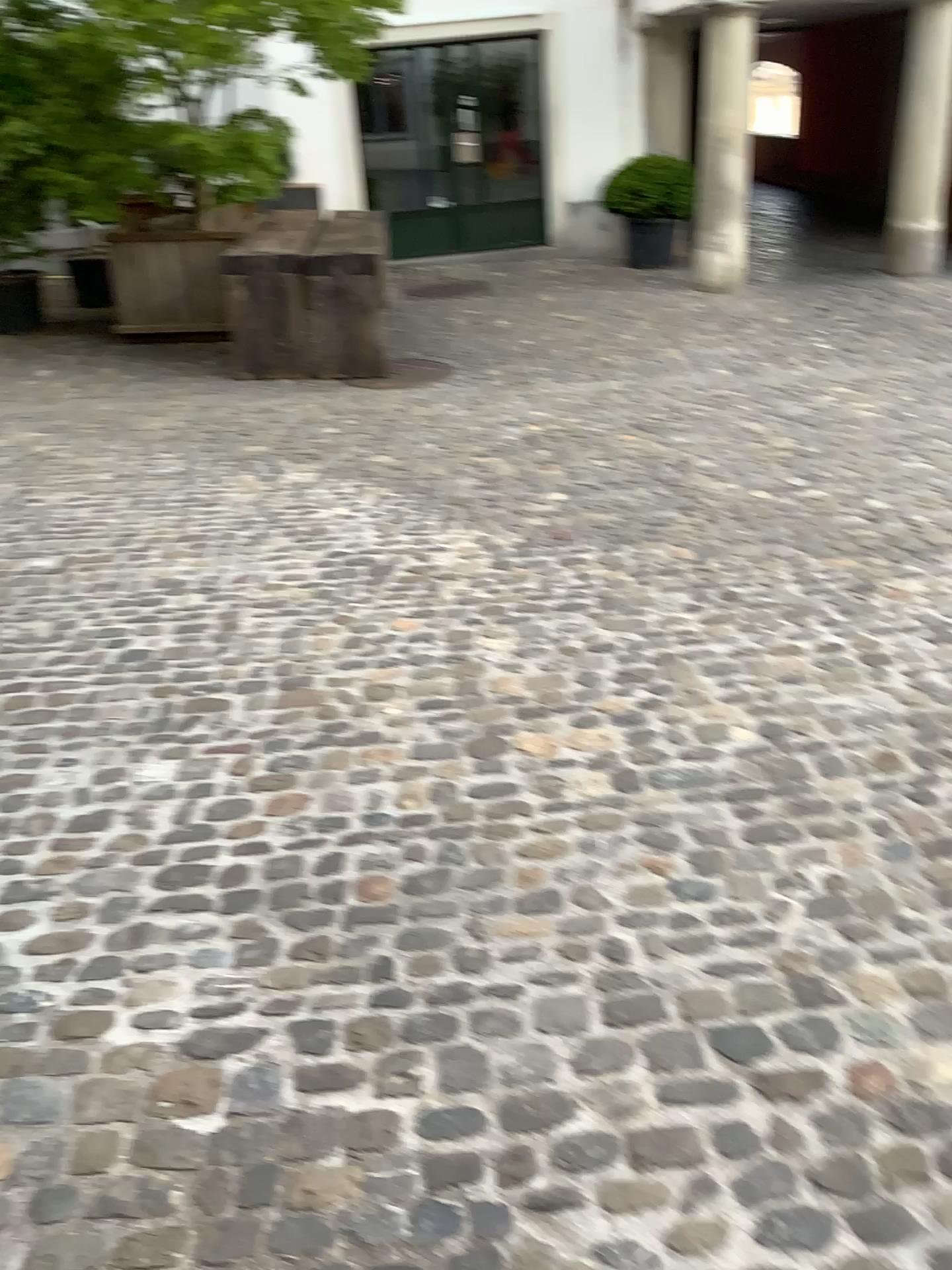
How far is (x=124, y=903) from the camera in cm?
223
